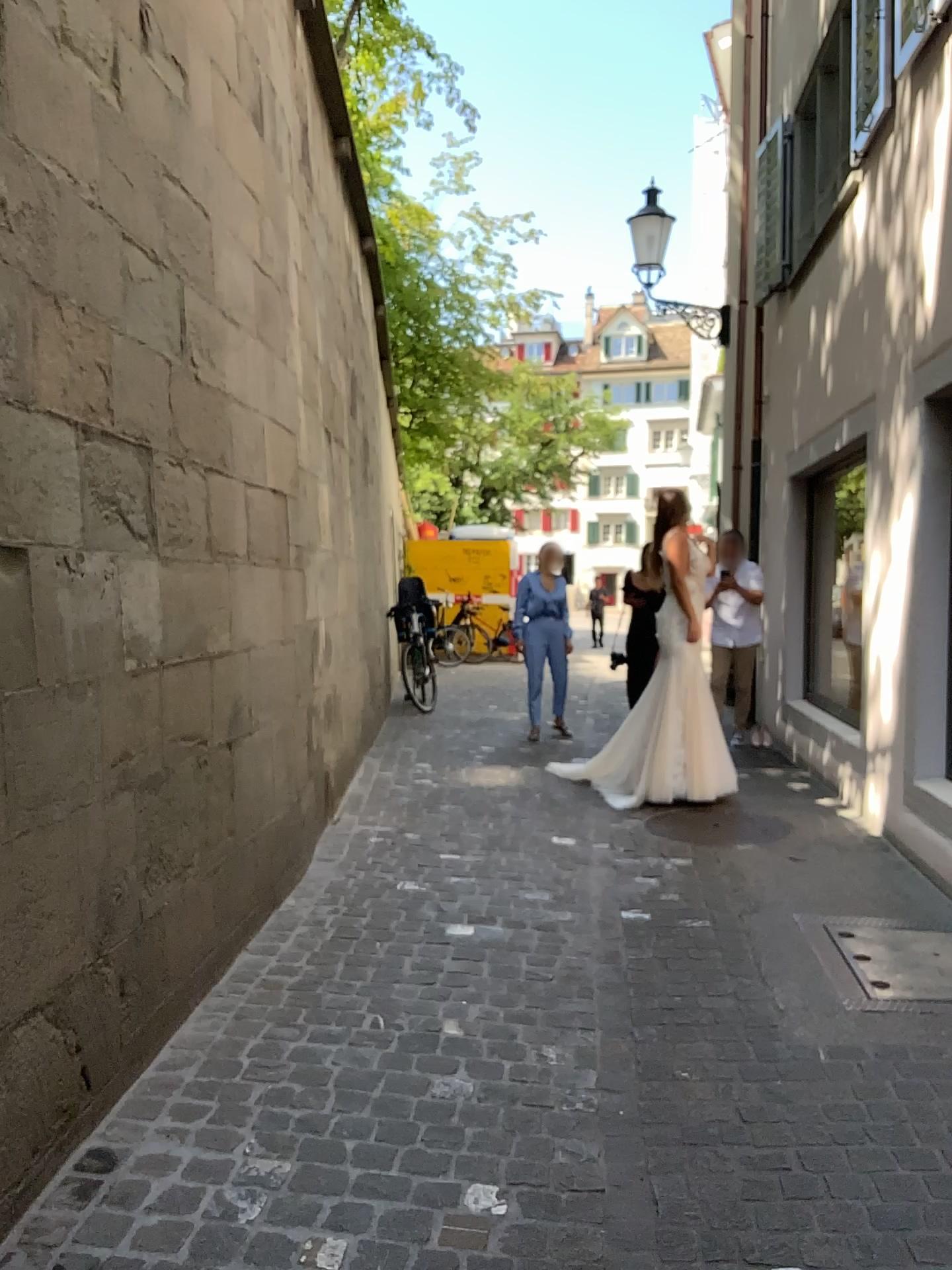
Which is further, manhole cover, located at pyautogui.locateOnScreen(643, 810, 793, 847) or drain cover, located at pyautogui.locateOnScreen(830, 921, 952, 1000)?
manhole cover, located at pyautogui.locateOnScreen(643, 810, 793, 847)

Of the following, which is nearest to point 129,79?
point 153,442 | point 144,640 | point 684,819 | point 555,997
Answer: point 153,442

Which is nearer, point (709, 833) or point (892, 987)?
point (892, 987)
